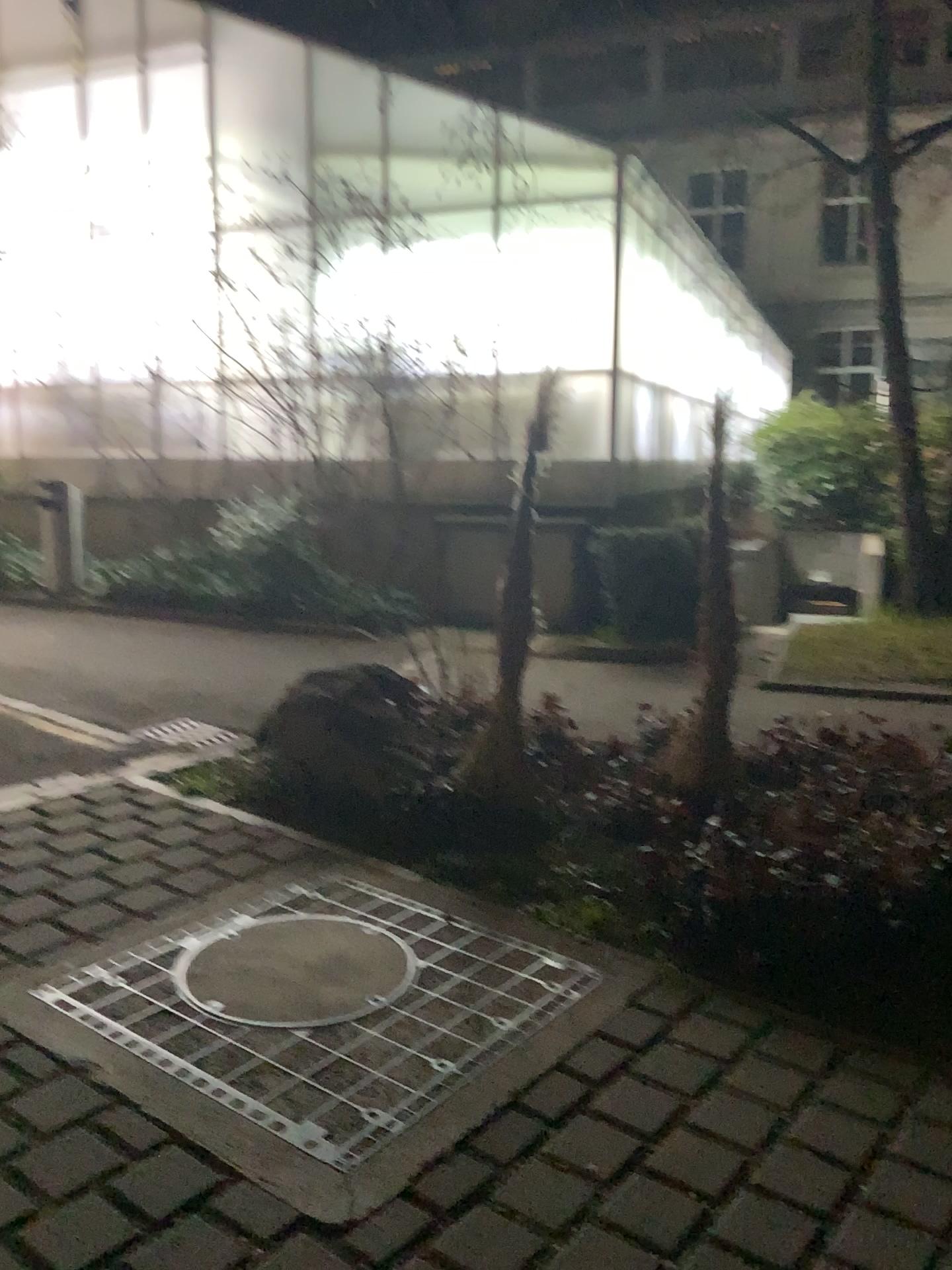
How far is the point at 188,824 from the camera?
4.1 meters

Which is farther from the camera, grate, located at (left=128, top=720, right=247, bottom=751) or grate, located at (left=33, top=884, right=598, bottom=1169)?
grate, located at (left=128, top=720, right=247, bottom=751)

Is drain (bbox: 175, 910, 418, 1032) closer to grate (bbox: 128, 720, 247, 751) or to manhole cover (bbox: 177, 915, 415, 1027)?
manhole cover (bbox: 177, 915, 415, 1027)

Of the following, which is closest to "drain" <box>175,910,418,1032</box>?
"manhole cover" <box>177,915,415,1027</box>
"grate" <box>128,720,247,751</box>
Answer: "manhole cover" <box>177,915,415,1027</box>

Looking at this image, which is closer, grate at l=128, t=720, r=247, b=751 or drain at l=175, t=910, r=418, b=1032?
drain at l=175, t=910, r=418, b=1032

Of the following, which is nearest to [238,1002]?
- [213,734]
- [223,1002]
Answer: [223,1002]

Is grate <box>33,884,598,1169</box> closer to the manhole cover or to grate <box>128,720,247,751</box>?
the manhole cover

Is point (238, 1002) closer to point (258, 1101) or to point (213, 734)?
point (258, 1101)

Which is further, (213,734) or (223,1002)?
(213,734)
